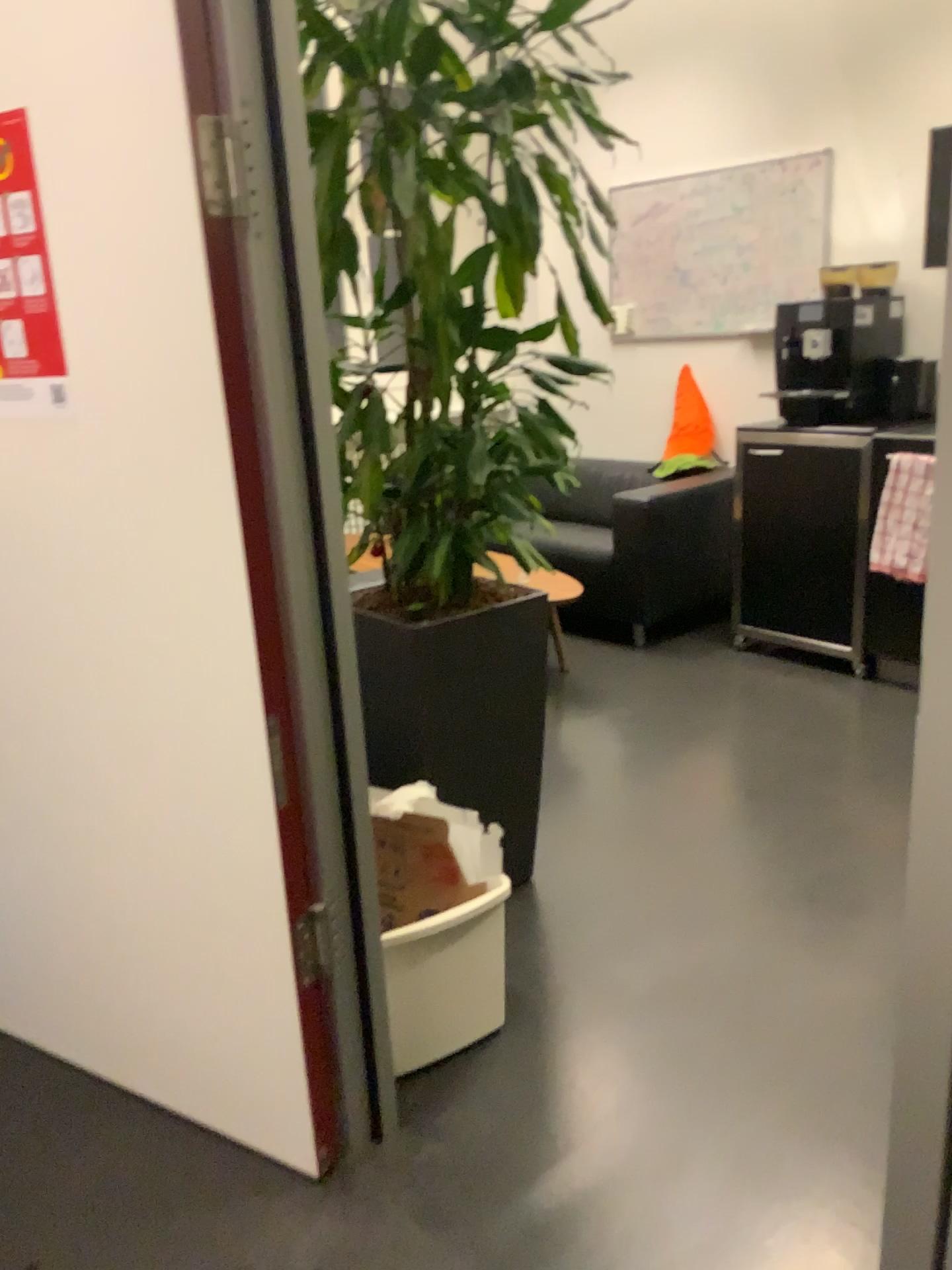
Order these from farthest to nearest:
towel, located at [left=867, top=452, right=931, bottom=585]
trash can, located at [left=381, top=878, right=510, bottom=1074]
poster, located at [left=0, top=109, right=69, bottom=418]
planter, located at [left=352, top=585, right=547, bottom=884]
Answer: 1. towel, located at [left=867, top=452, right=931, bottom=585]
2. planter, located at [left=352, top=585, right=547, bottom=884]
3. trash can, located at [left=381, top=878, right=510, bottom=1074]
4. poster, located at [left=0, top=109, right=69, bottom=418]

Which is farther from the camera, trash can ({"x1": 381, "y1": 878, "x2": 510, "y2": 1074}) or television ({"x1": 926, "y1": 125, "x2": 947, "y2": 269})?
television ({"x1": 926, "y1": 125, "x2": 947, "y2": 269})

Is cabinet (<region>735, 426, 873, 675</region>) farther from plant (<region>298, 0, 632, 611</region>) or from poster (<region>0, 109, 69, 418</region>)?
poster (<region>0, 109, 69, 418</region>)

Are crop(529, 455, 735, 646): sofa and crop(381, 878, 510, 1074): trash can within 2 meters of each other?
no

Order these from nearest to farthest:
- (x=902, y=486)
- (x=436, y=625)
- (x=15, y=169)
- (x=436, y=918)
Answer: (x=15, y=169) < (x=436, y=918) < (x=436, y=625) < (x=902, y=486)

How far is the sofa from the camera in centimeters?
430cm

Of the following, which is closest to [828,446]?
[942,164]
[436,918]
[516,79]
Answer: [942,164]

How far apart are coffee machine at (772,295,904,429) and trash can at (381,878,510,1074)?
2.58m

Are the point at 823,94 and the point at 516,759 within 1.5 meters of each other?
no

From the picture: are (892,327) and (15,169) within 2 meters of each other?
no
